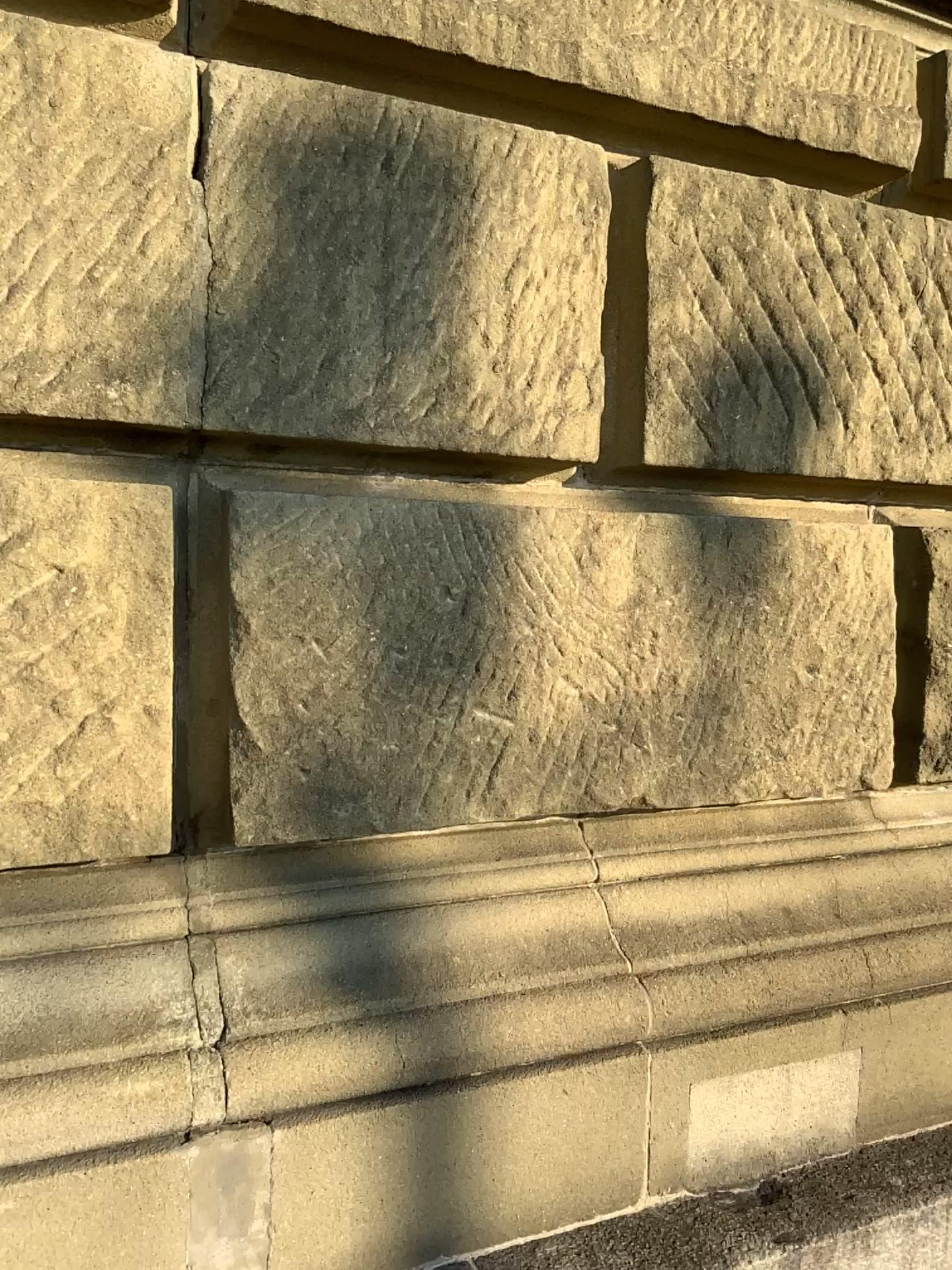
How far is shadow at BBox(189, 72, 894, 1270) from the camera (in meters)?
1.29

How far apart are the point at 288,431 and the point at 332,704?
0.35m

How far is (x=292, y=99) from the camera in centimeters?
129cm
